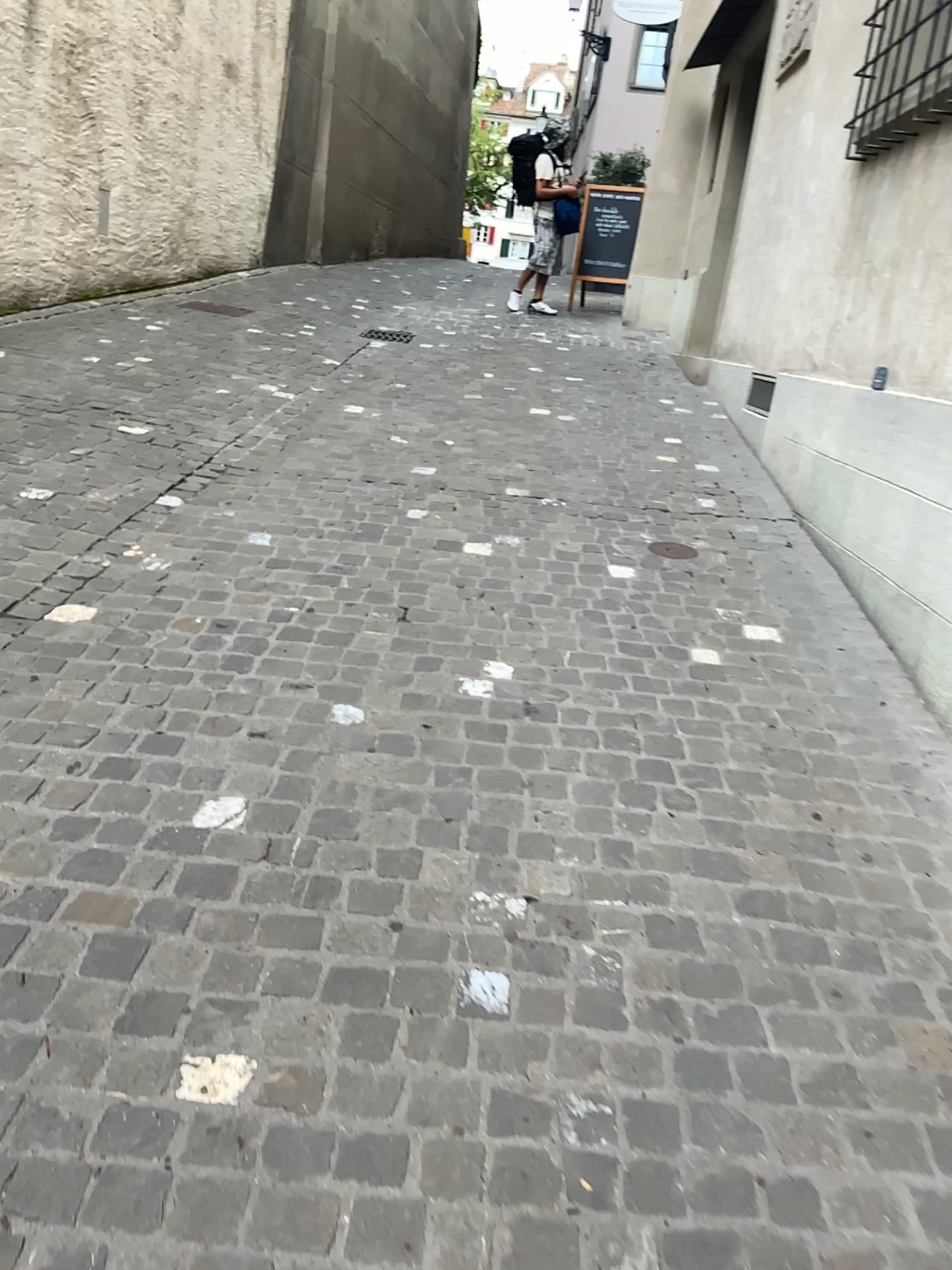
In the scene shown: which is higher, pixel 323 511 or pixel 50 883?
pixel 323 511
